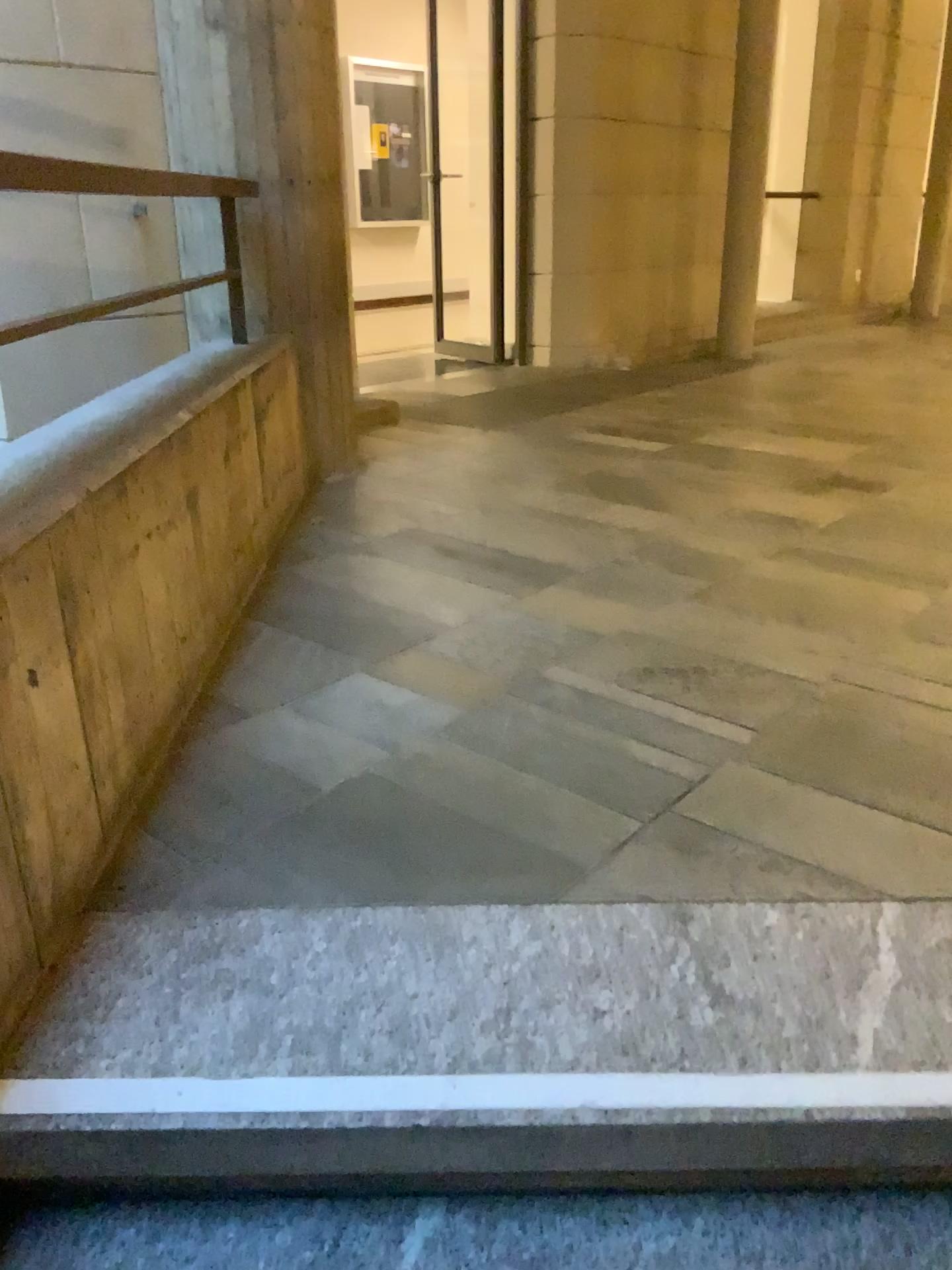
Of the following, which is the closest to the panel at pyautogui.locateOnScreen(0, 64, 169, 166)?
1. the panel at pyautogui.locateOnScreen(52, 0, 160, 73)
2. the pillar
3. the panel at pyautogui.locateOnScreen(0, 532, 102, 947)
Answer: the panel at pyautogui.locateOnScreen(52, 0, 160, 73)

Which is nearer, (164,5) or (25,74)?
(164,5)

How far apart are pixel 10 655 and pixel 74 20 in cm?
318

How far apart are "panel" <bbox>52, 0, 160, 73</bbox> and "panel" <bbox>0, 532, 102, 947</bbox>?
2.9m

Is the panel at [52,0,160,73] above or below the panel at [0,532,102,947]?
above

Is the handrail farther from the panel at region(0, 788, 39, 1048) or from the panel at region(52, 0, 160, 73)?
the panel at region(52, 0, 160, 73)

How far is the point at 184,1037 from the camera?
1.2 meters

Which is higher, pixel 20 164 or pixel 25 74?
pixel 25 74

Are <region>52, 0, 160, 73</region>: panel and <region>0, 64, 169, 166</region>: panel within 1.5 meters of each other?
yes

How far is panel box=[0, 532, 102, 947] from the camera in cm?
124
